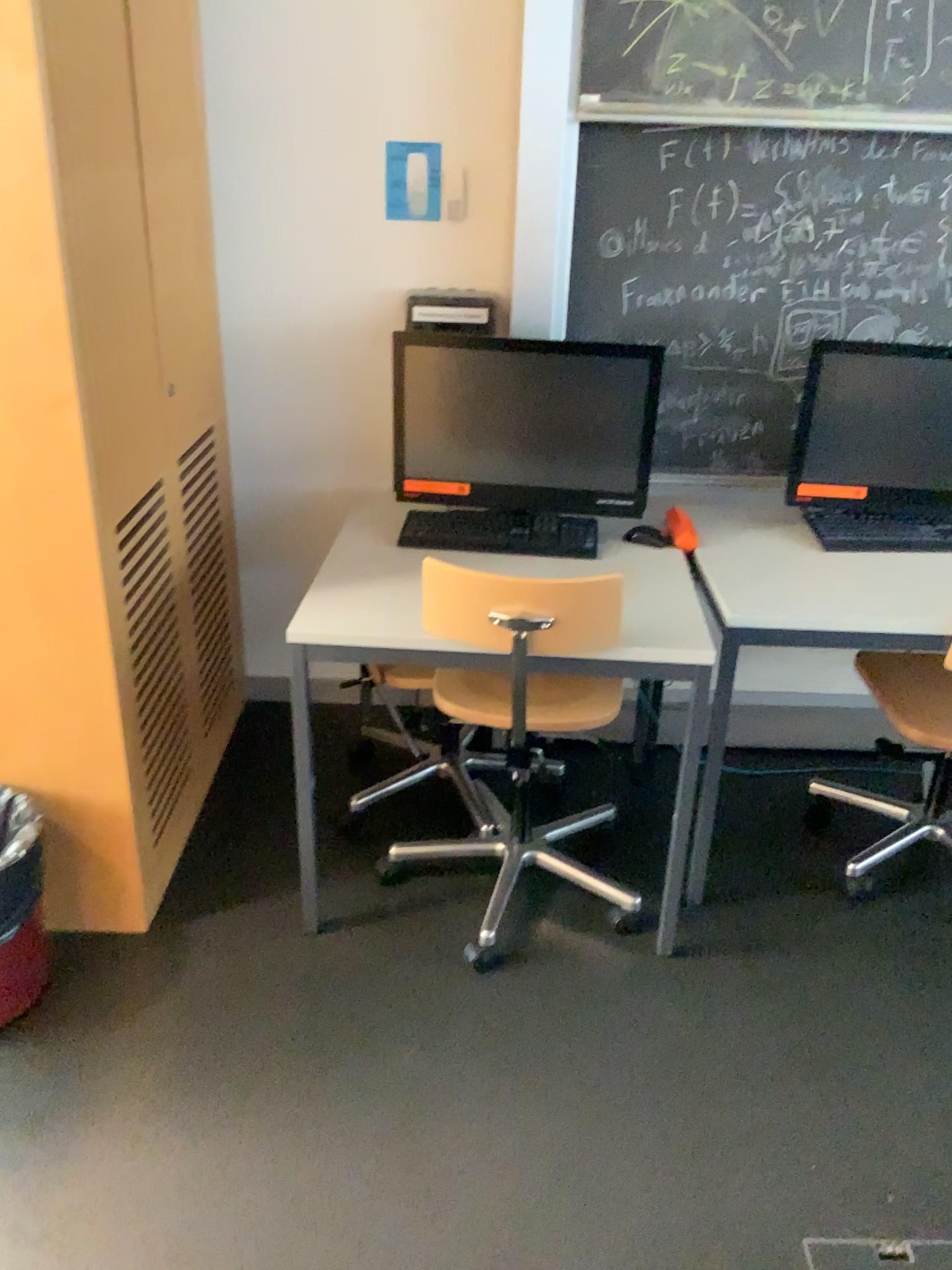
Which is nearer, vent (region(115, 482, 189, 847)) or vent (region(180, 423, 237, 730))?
vent (region(115, 482, 189, 847))

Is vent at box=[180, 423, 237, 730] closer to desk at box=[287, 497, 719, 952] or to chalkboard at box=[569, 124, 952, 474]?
desk at box=[287, 497, 719, 952]

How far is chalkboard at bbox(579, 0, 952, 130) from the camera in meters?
2.2

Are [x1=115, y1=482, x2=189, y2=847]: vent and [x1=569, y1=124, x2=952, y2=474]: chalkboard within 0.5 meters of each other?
no

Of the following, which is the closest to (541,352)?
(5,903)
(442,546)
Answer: (442,546)

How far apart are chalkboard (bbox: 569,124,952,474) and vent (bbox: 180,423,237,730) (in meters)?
0.93

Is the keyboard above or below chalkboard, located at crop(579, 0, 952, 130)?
below

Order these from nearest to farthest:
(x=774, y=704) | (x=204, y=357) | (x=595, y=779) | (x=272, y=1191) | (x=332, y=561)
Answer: (x=272, y=1191)
(x=332, y=561)
(x=204, y=357)
(x=595, y=779)
(x=774, y=704)

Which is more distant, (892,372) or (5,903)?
(892,372)

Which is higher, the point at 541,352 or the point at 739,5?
the point at 739,5
